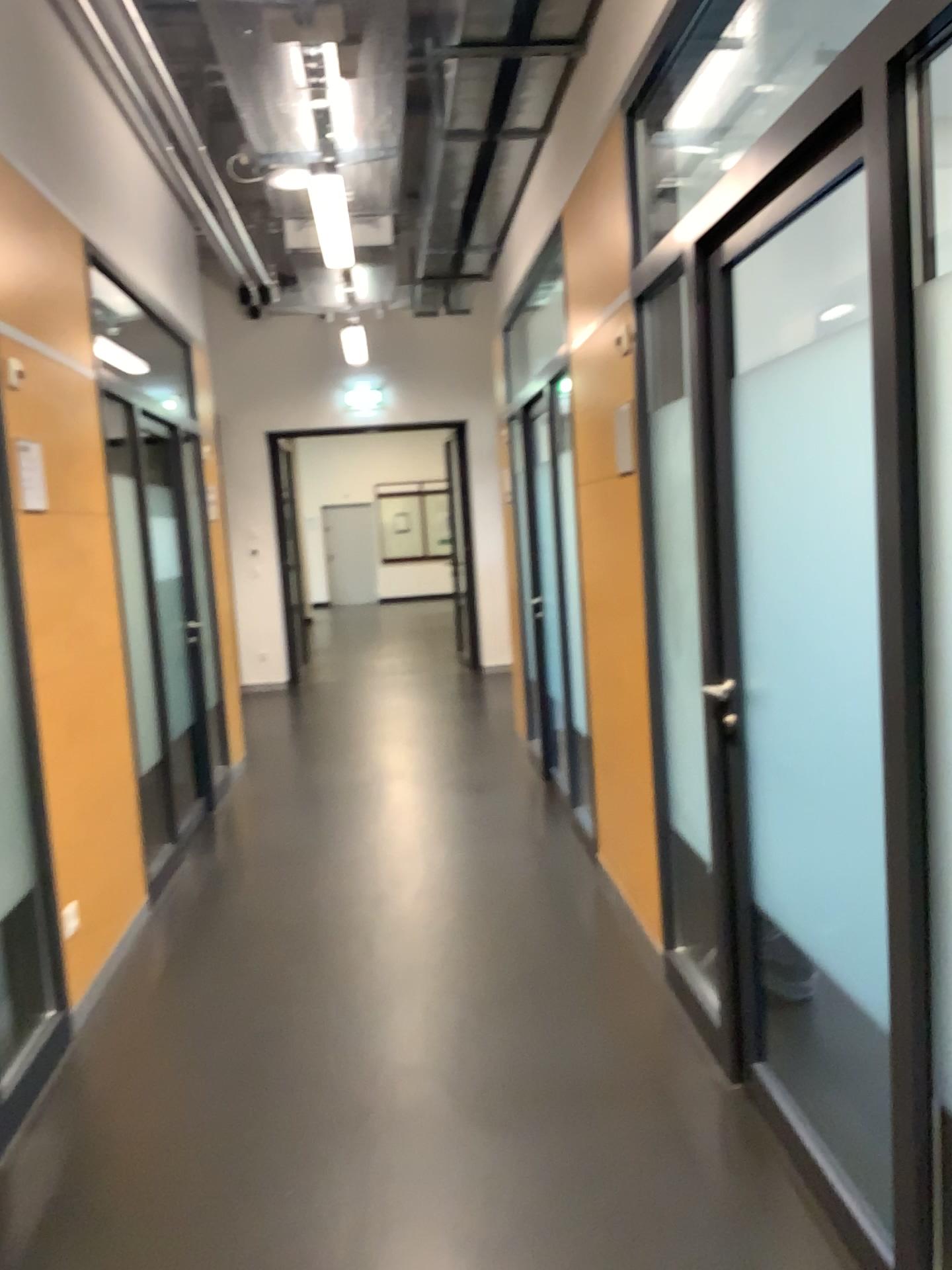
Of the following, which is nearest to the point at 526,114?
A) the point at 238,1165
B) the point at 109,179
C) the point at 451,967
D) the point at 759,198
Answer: the point at 109,179
